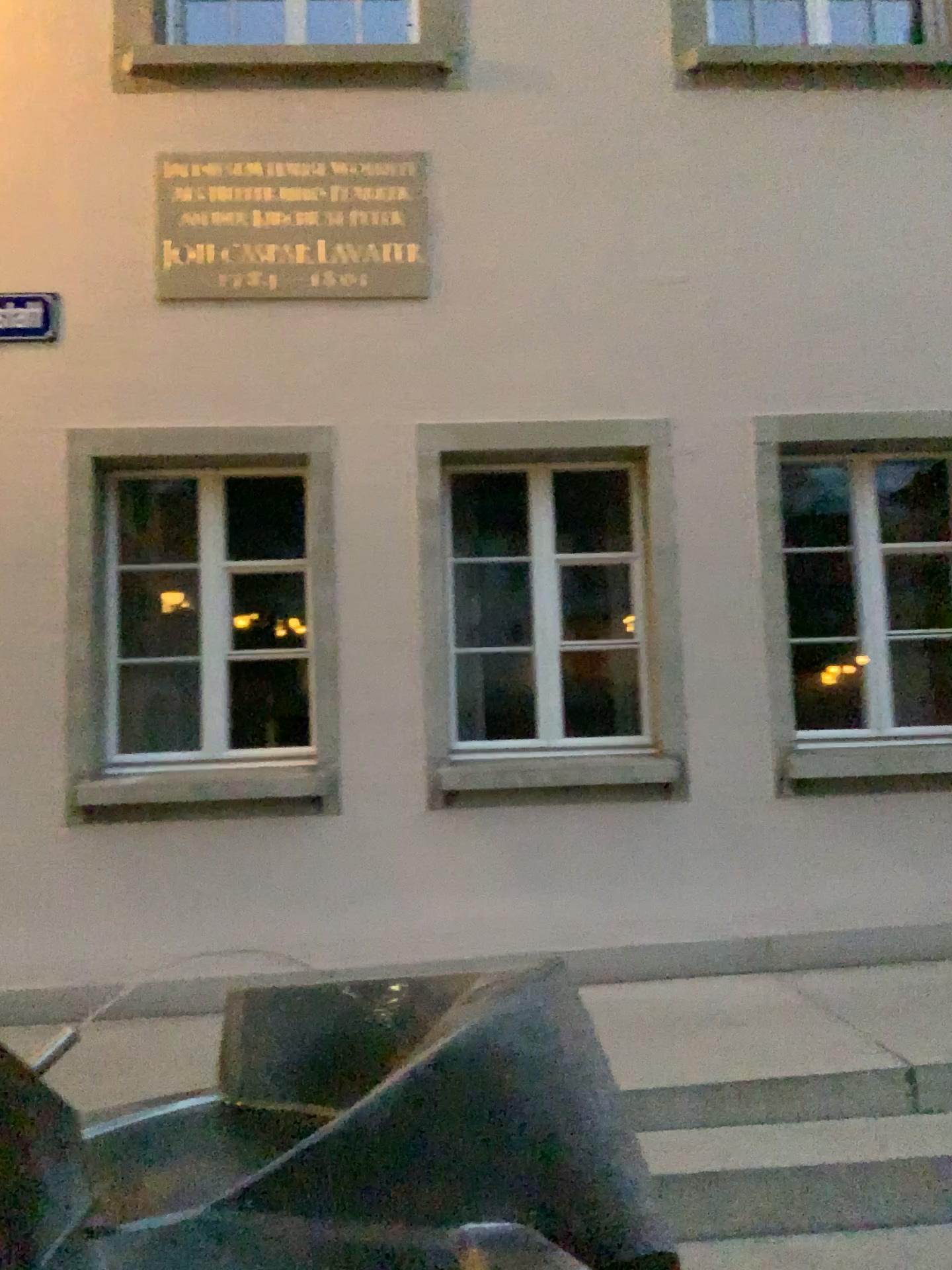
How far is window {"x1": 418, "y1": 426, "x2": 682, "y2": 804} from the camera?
4.5 meters

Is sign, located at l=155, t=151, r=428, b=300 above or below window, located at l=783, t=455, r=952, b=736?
above

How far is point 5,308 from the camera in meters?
4.4

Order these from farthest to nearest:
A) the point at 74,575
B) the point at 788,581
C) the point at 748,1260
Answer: the point at 788,581 → the point at 74,575 → the point at 748,1260

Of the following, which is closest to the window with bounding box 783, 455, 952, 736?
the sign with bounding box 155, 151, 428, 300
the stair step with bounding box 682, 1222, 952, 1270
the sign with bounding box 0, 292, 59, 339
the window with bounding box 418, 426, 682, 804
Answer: the window with bounding box 418, 426, 682, 804

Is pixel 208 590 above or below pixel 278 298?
below

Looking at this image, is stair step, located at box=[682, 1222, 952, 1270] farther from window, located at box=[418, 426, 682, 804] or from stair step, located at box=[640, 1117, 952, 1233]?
window, located at box=[418, 426, 682, 804]

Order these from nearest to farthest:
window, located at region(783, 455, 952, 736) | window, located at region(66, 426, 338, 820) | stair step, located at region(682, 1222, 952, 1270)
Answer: stair step, located at region(682, 1222, 952, 1270), window, located at region(66, 426, 338, 820), window, located at region(783, 455, 952, 736)

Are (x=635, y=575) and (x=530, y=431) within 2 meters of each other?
yes

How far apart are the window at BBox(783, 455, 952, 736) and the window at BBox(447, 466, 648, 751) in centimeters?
67cm
